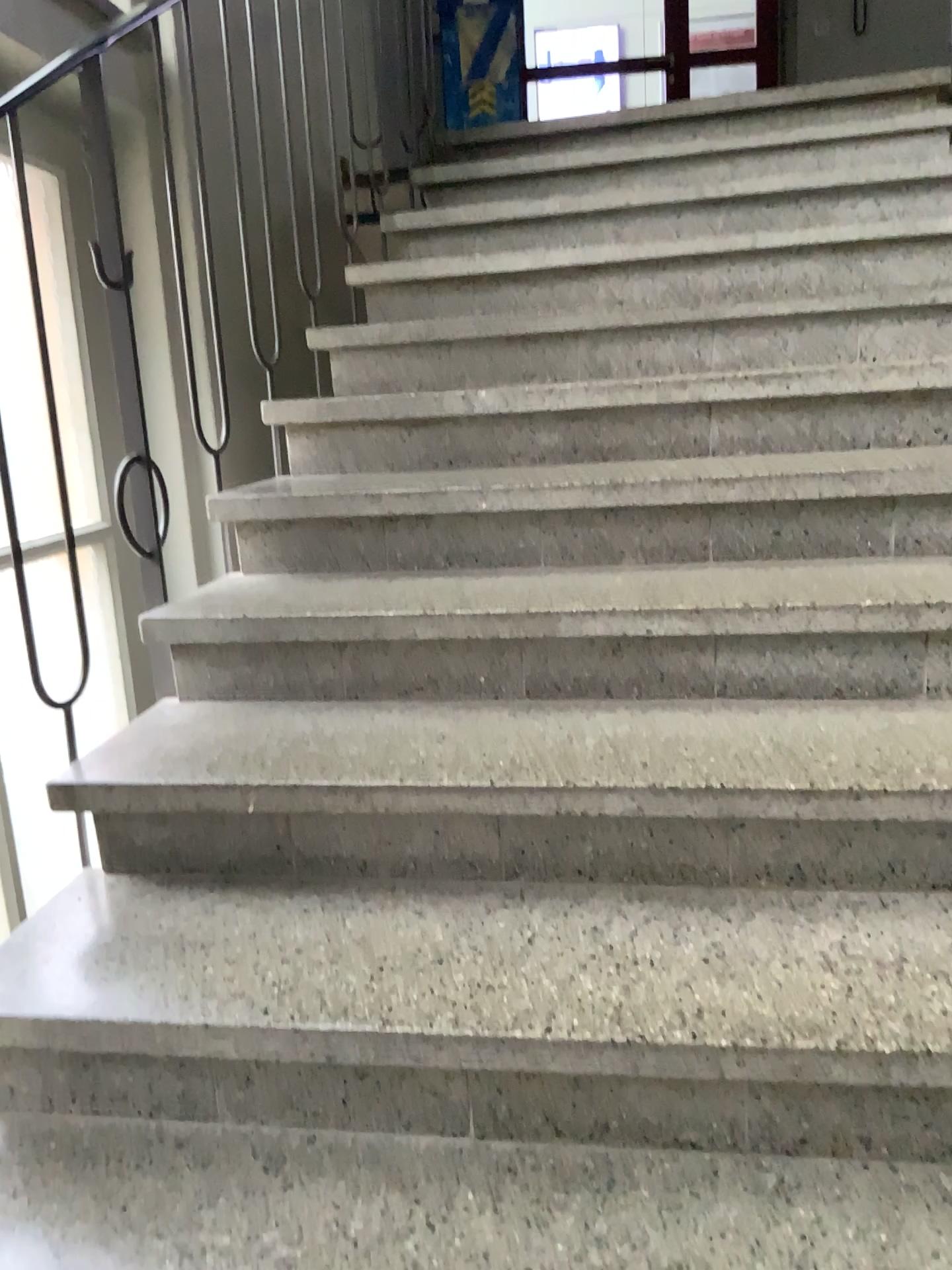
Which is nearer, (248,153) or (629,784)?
(629,784)
